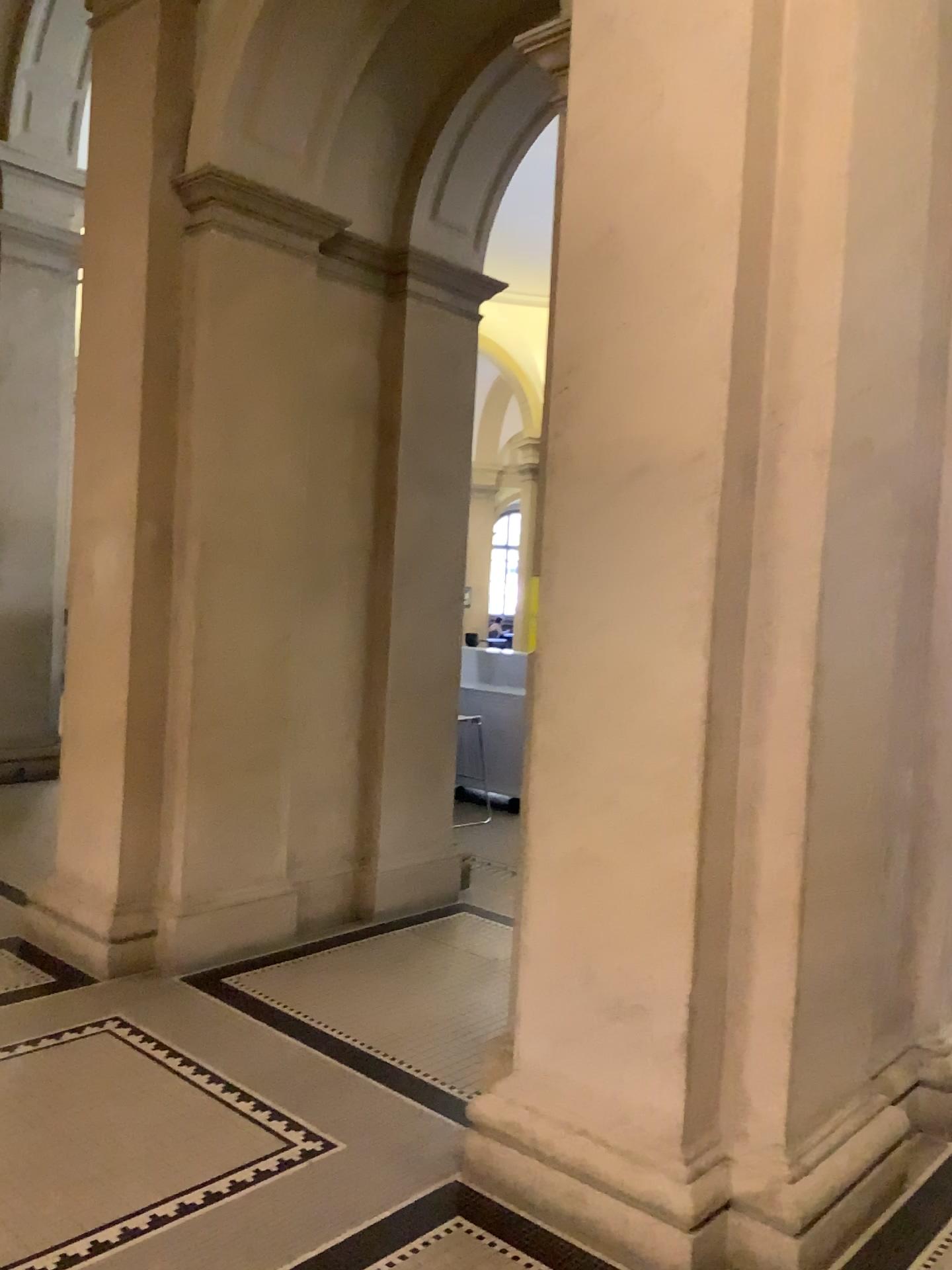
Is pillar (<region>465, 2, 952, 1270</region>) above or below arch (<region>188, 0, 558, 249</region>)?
Answer: below

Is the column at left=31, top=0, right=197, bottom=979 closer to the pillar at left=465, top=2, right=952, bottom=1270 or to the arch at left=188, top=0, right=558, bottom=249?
the arch at left=188, top=0, right=558, bottom=249

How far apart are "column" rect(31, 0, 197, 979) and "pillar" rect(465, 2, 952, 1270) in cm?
193

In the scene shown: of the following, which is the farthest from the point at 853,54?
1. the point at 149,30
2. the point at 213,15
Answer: the point at 149,30

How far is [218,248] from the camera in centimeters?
437cm

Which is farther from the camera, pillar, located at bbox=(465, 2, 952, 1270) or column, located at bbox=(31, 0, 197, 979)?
column, located at bbox=(31, 0, 197, 979)

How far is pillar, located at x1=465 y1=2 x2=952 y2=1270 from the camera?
2.54m

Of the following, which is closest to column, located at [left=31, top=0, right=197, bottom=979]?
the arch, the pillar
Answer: the arch

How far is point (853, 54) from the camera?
2.54m

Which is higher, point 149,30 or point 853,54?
point 149,30
